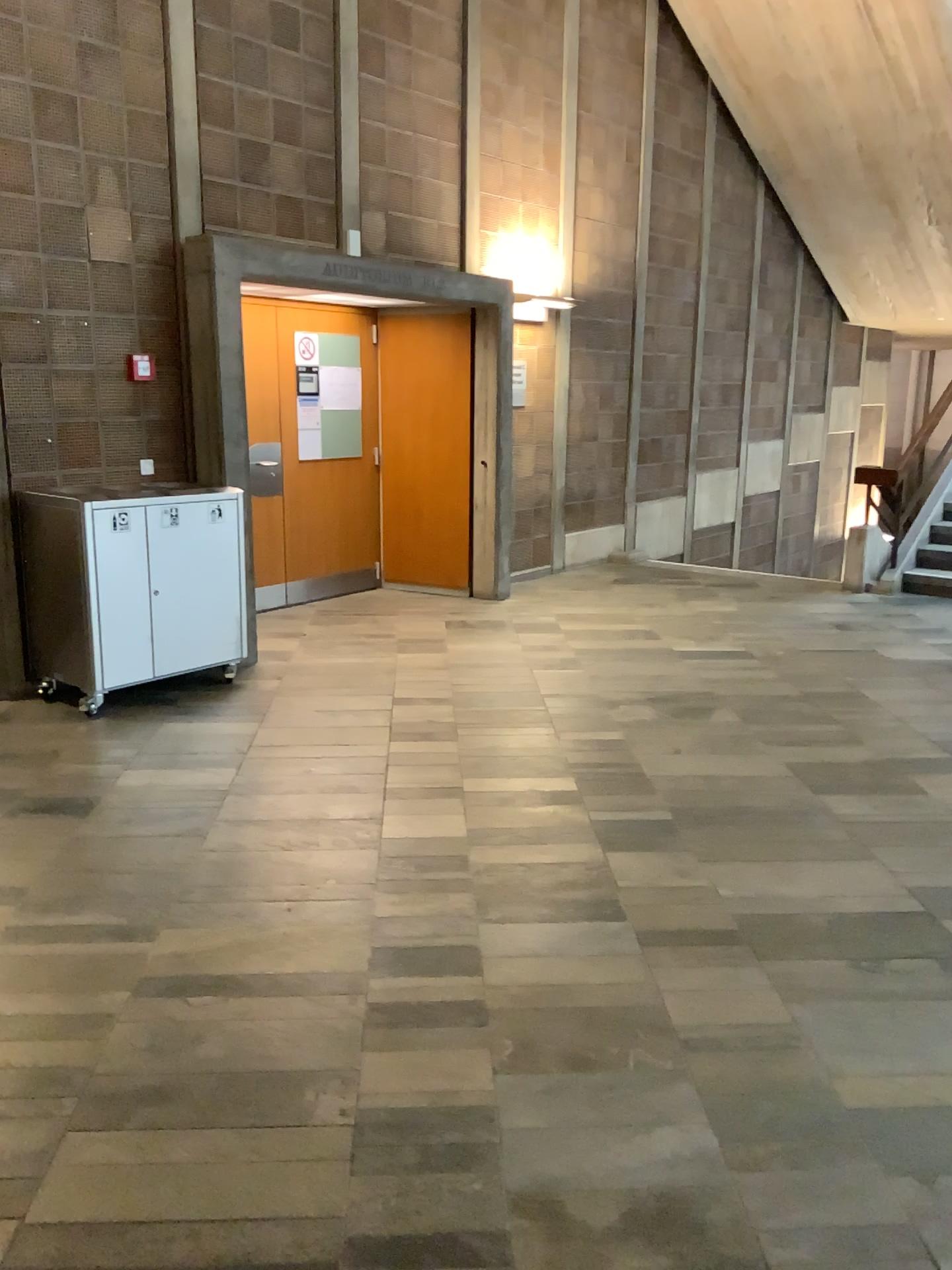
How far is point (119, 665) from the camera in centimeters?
491cm
